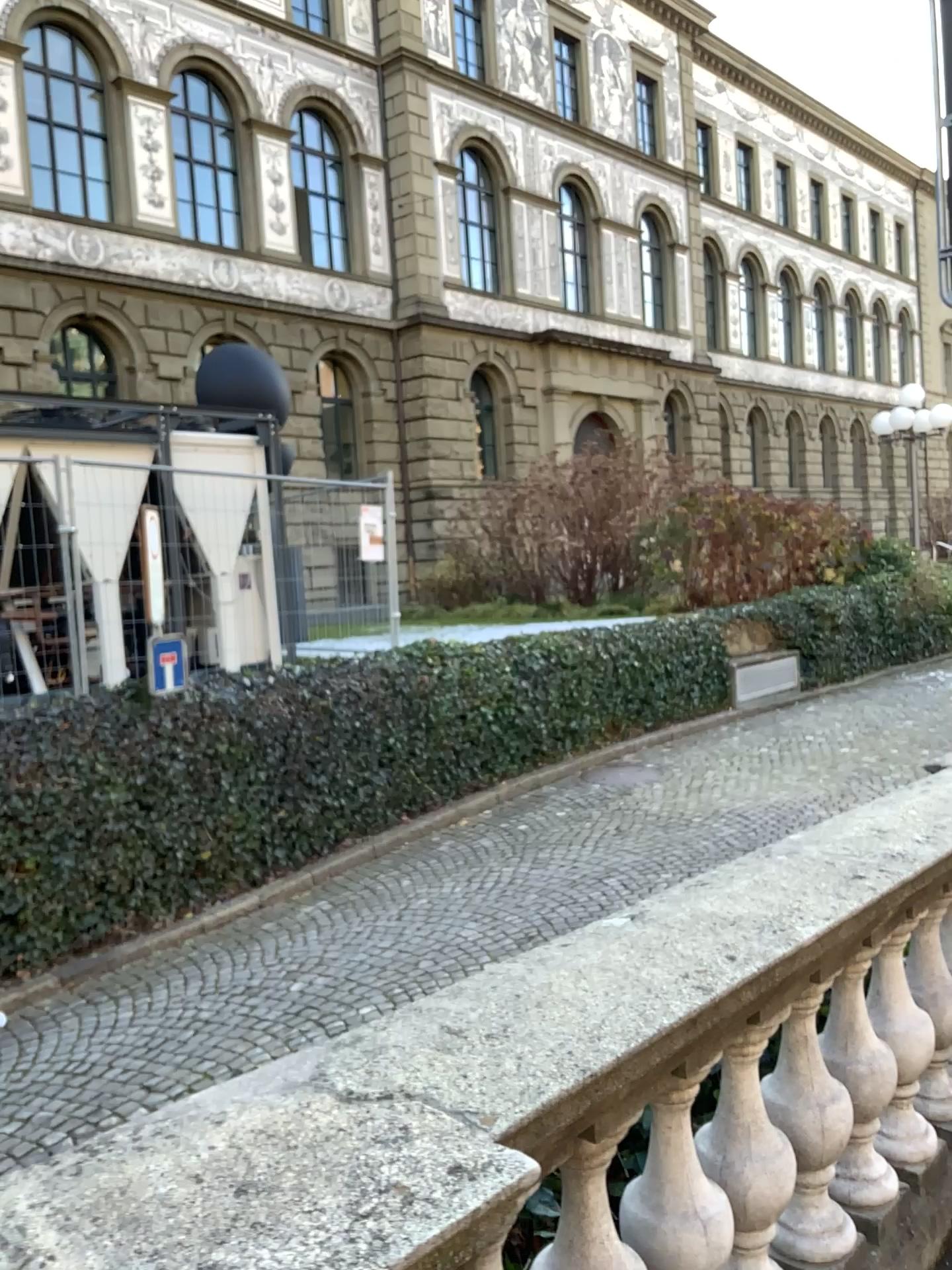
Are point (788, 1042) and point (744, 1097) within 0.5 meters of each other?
yes

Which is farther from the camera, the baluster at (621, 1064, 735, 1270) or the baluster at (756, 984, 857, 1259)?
the baluster at (756, 984, 857, 1259)

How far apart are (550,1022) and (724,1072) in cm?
70

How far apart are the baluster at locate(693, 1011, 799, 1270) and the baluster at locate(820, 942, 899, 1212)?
0.3m

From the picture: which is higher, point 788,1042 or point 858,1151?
point 788,1042

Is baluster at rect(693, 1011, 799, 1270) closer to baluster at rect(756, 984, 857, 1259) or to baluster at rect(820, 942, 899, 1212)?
baluster at rect(756, 984, 857, 1259)

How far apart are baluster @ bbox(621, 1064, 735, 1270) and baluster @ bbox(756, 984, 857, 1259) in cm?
33

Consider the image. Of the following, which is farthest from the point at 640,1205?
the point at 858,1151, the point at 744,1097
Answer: the point at 858,1151

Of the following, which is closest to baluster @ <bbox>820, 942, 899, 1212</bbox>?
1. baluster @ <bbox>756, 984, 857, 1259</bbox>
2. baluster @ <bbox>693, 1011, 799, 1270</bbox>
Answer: baluster @ <bbox>756, 984, 857, 1259</bbox>

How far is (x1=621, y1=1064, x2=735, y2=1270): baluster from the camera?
1.8m
